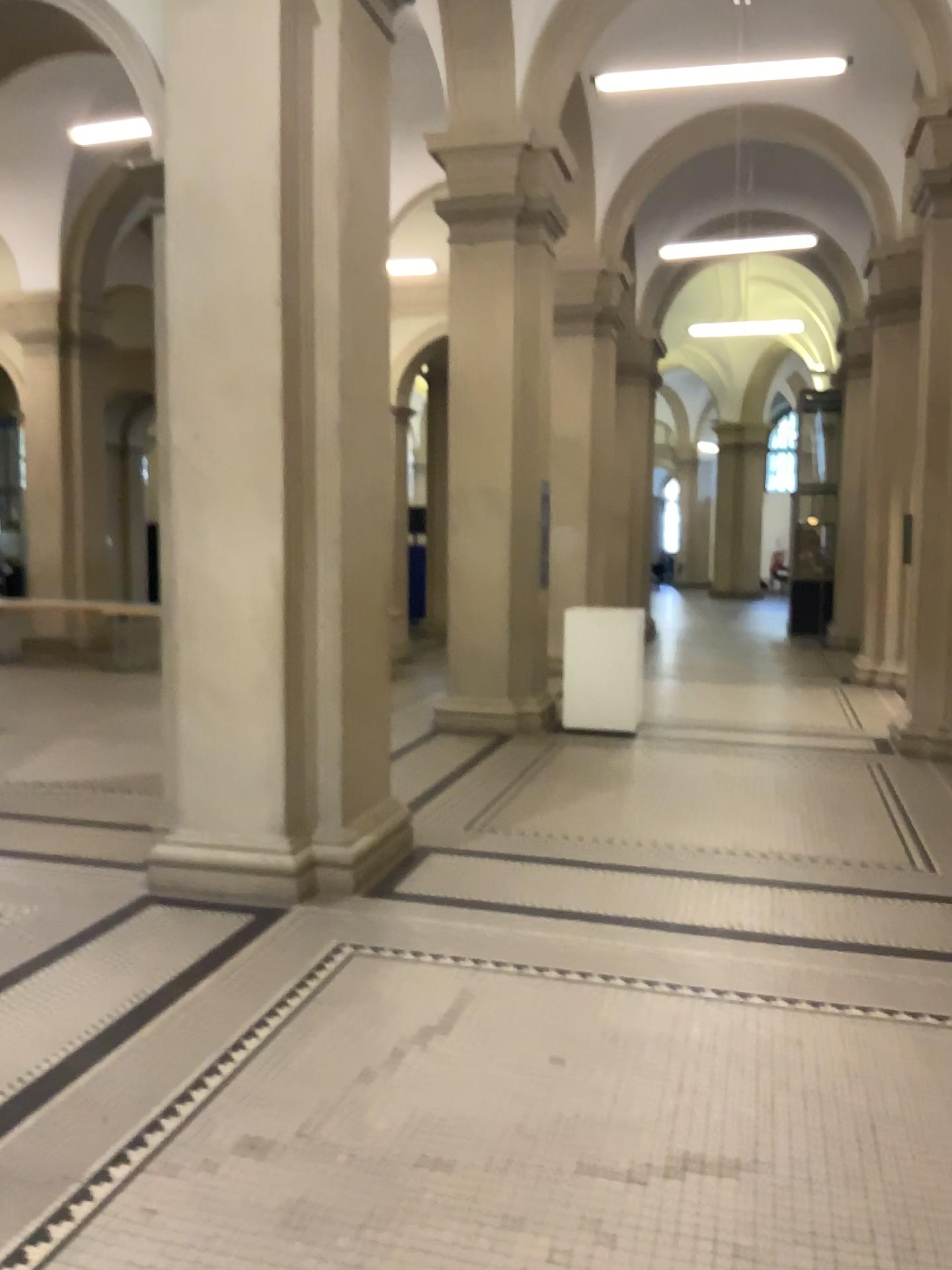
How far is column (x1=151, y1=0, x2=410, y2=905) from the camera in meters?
4.5

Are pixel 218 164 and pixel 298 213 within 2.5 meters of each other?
yes

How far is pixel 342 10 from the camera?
4.5 meters
